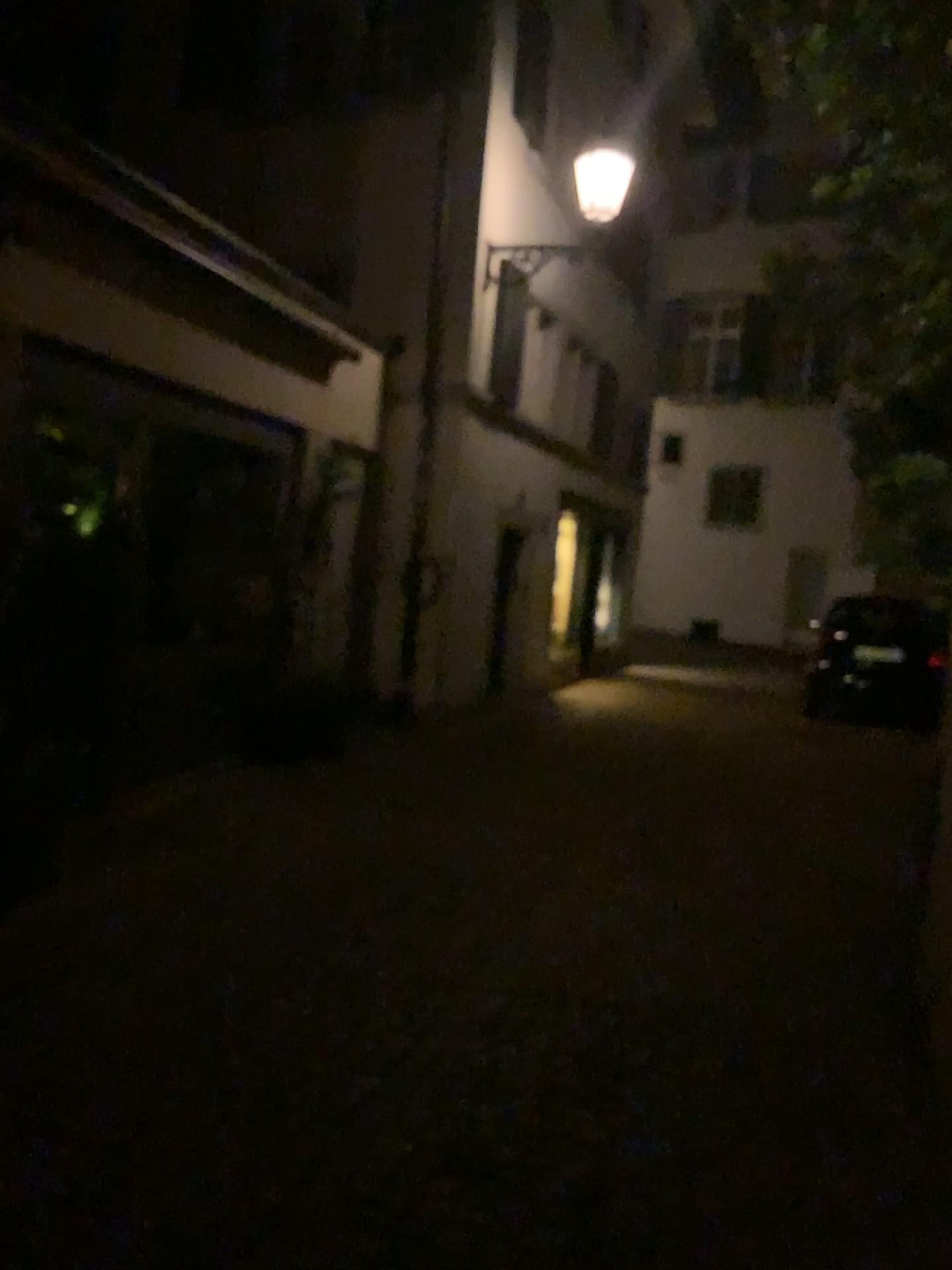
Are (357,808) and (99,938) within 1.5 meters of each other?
no
